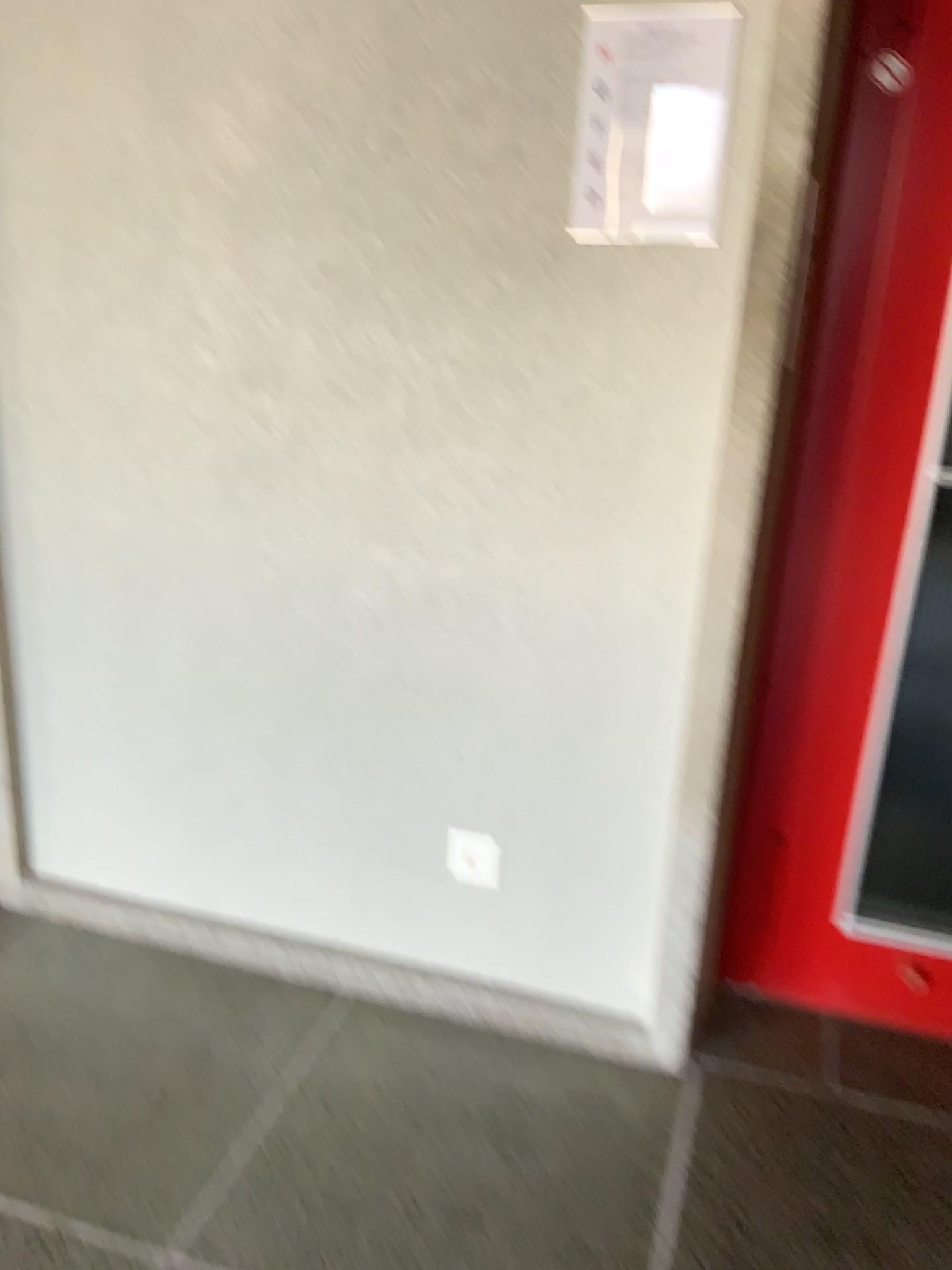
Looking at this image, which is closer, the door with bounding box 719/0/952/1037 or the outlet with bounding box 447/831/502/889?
the door with bounding box 719/0/952/1037

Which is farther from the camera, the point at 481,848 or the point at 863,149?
the point at 481,848

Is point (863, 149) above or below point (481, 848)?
above

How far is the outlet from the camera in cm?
196

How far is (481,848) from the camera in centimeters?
196cm

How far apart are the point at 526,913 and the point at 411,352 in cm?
102
